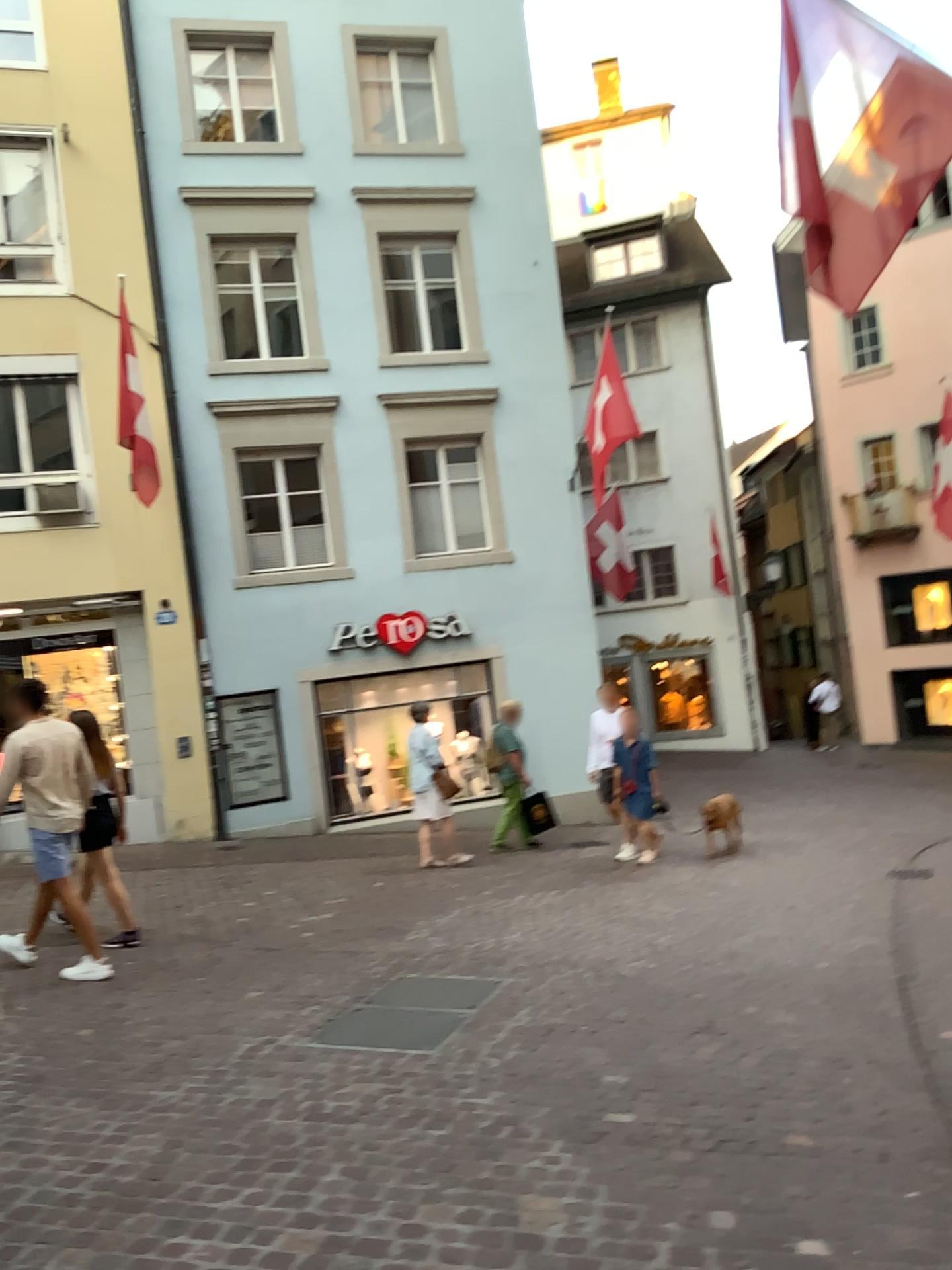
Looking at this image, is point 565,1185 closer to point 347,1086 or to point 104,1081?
point 347,1086
